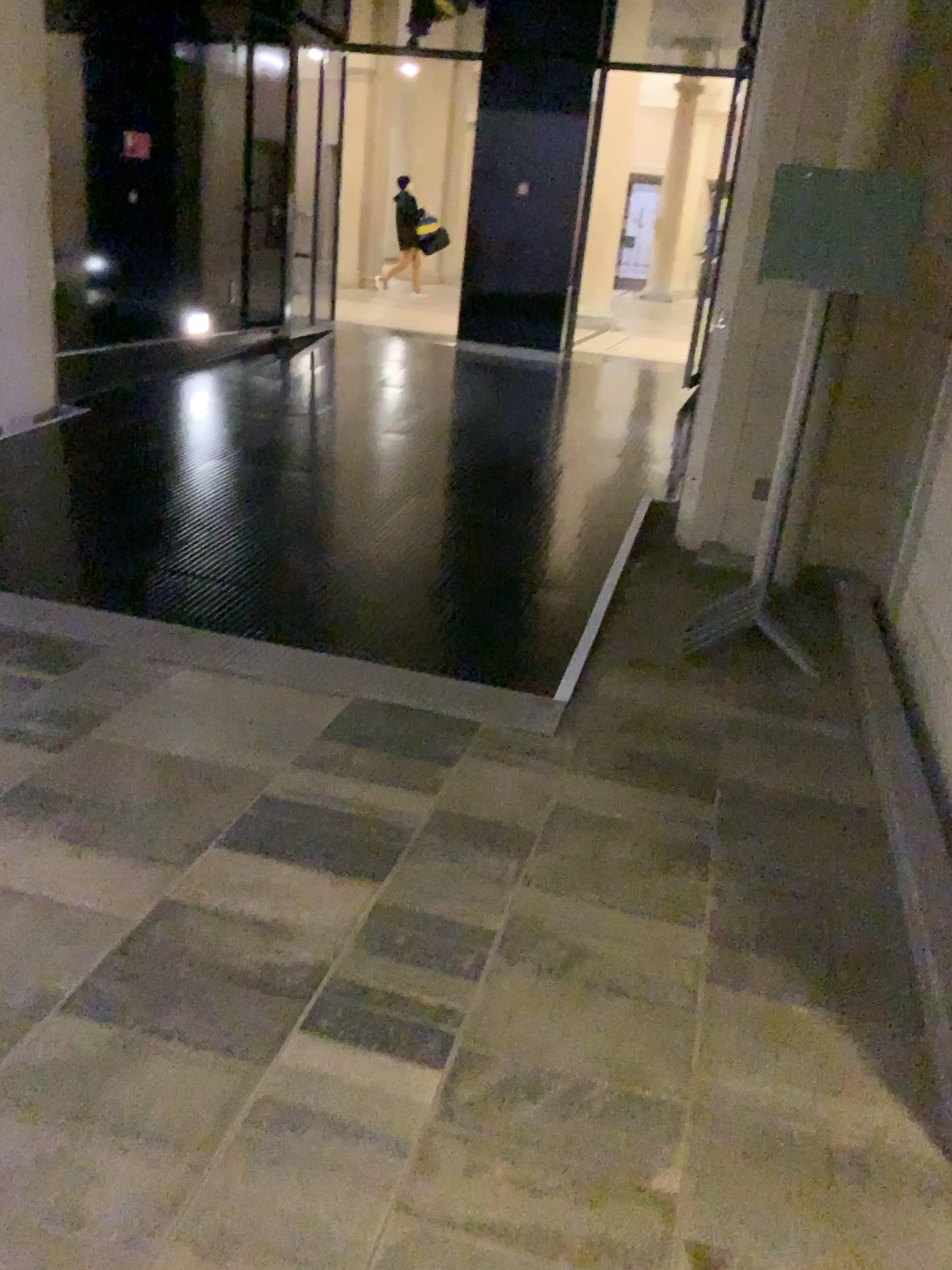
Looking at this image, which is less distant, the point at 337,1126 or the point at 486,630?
the point at 337,1126
